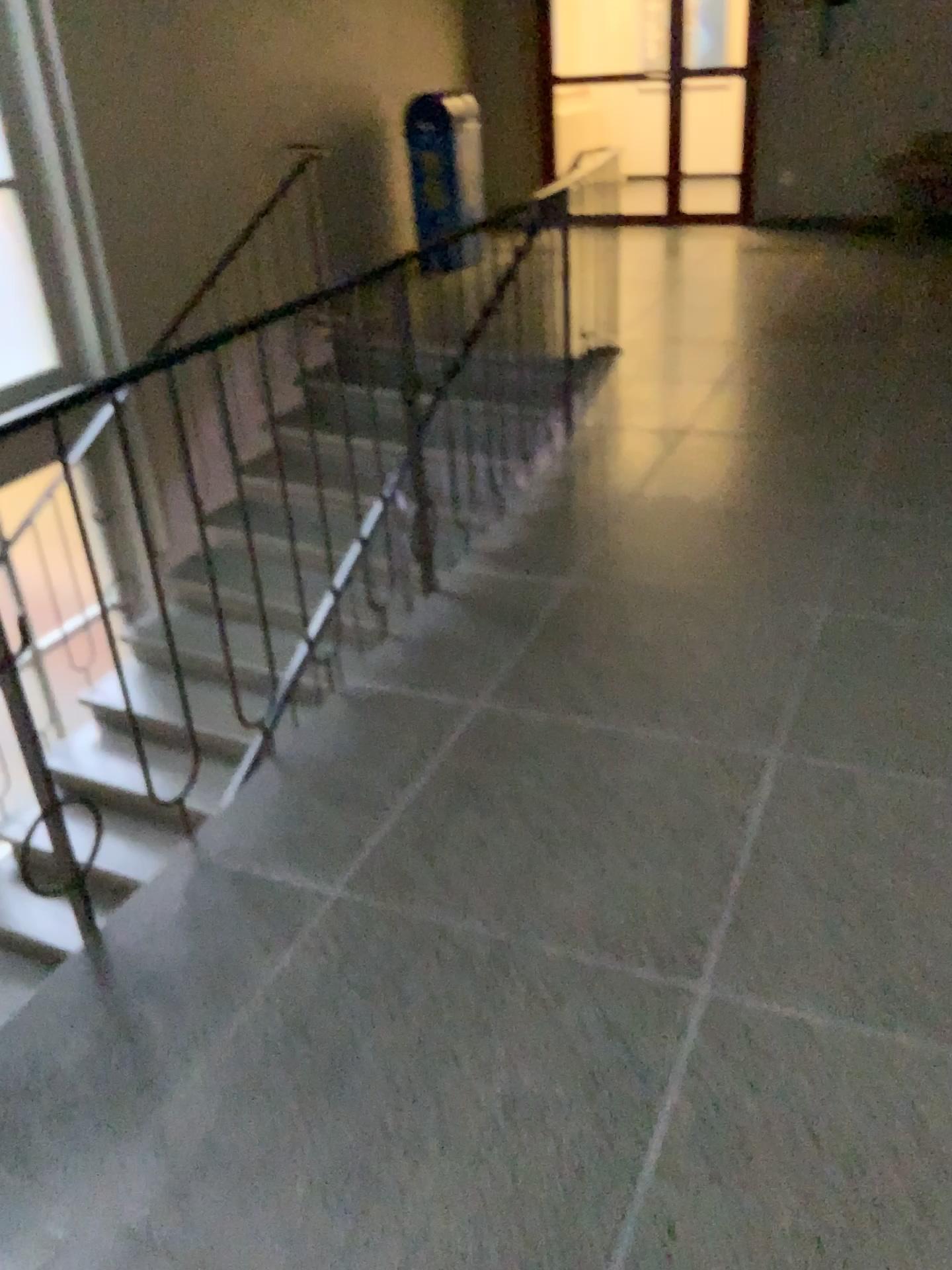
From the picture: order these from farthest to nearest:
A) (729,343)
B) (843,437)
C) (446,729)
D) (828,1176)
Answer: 1. (729,343)
2. (843,437)
3. (446,729)
4. (828,1176)
